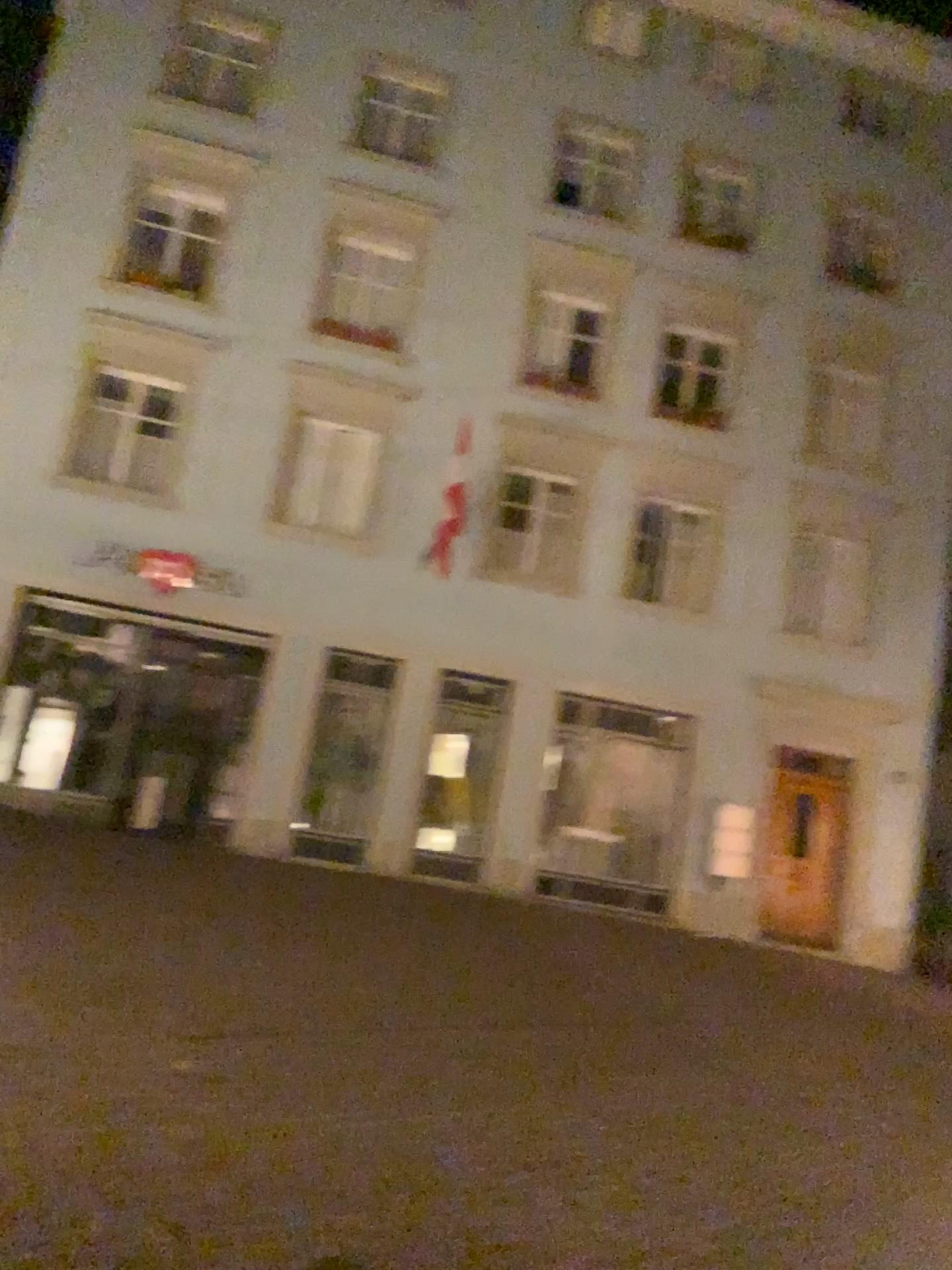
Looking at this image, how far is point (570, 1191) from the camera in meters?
4.4 m
